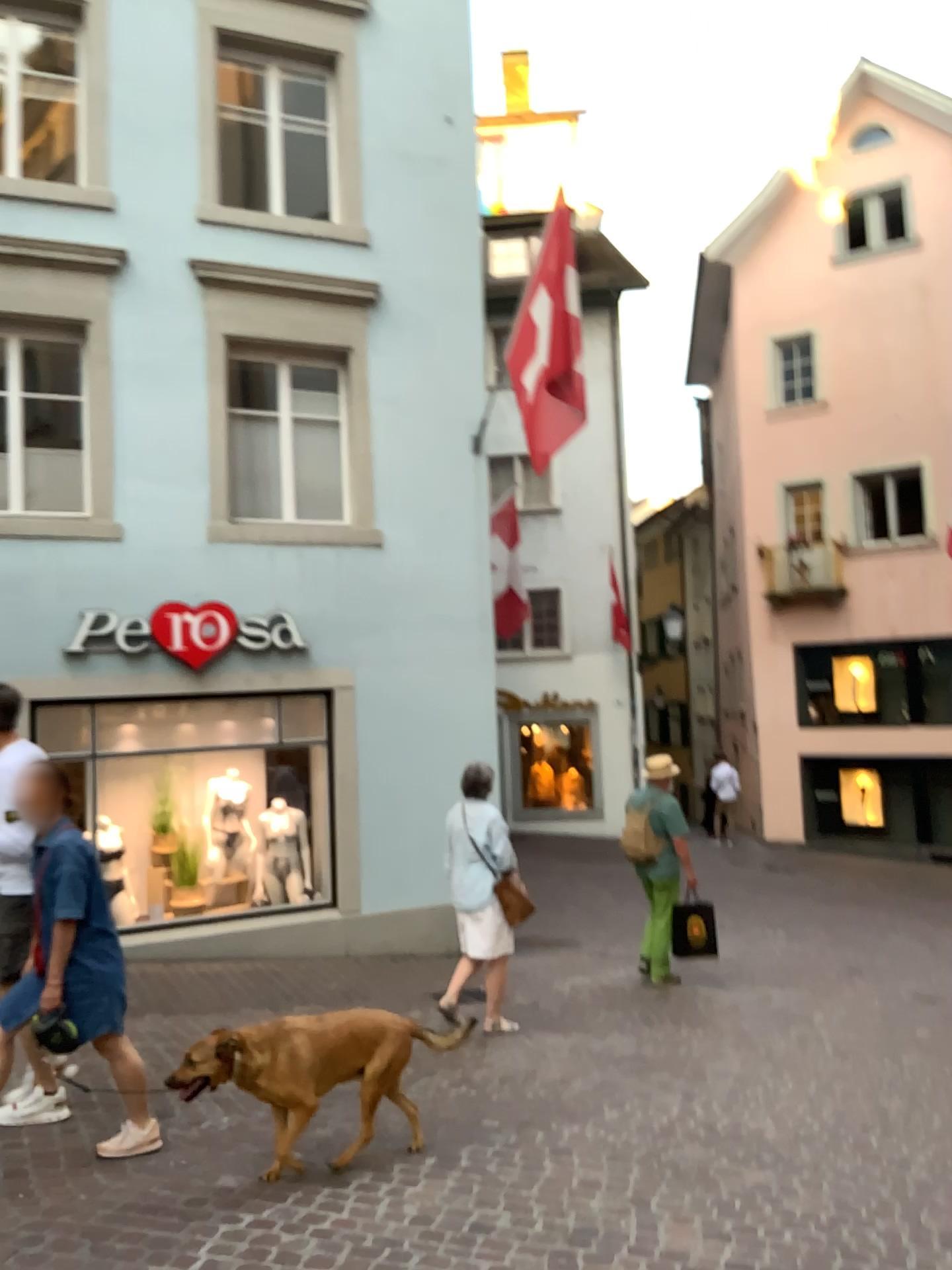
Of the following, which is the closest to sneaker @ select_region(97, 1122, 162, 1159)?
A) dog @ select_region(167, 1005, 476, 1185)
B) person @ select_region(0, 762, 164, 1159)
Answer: person @ select_region(0, 762, 164, 1159)

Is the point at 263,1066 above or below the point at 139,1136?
above

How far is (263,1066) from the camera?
3.8 meters

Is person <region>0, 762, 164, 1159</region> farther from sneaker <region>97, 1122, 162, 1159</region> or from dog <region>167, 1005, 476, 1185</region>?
dog <region>167, 1005, 476, 1185</region>

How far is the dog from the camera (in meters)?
3.83

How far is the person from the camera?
4.0 meters

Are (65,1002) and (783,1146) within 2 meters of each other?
no

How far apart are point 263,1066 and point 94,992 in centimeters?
74cm

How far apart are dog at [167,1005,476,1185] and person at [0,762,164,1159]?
0.3m
